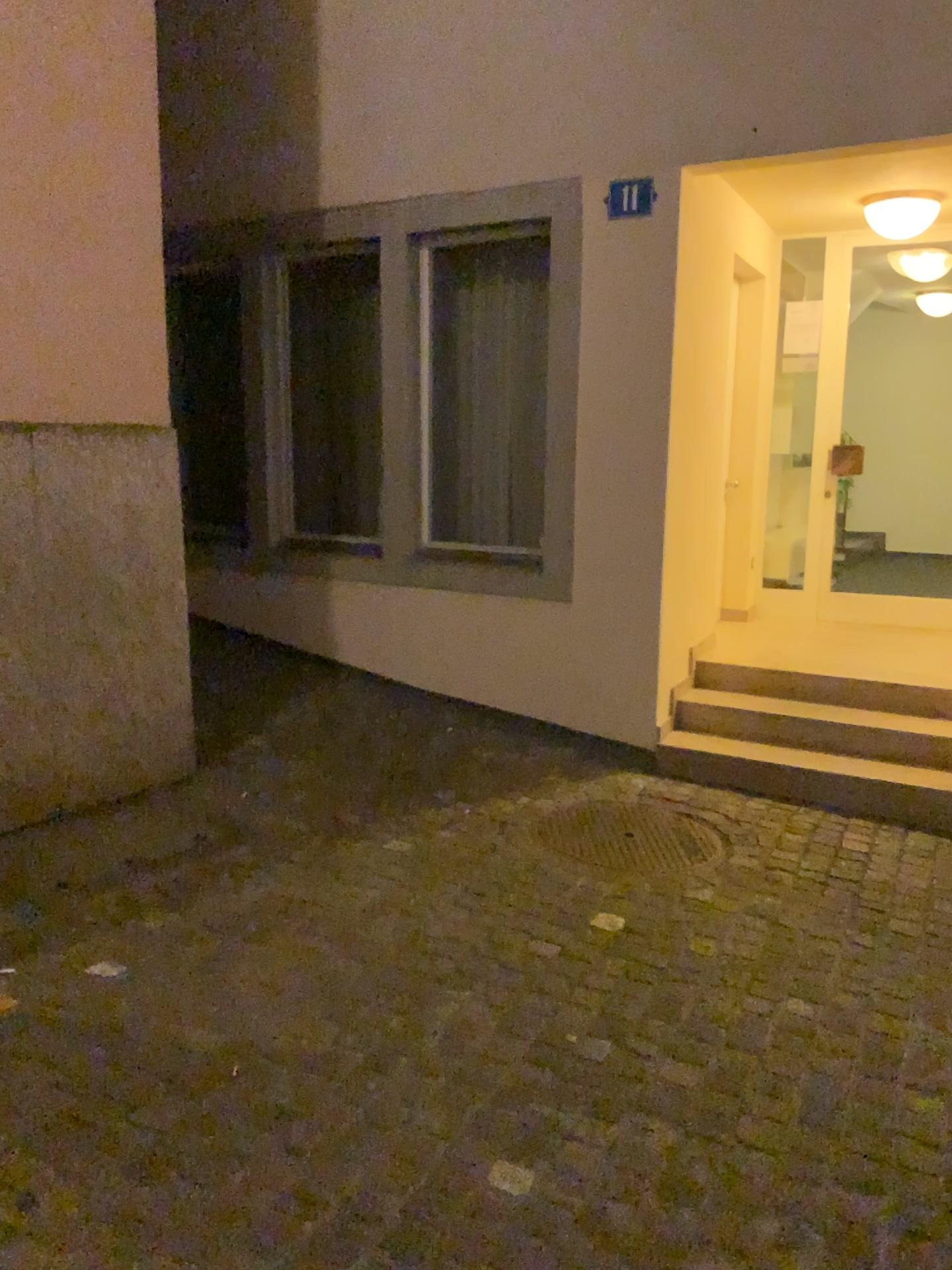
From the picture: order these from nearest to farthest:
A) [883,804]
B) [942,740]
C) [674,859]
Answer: [674,859] < [883,804] < [942,740]

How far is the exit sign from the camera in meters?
4.5 m

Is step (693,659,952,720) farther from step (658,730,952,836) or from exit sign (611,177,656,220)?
exit sign (611,177,656,220)

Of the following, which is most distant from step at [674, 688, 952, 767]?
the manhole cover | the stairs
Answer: the manhole cover

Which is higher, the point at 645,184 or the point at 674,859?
the point at 645,184

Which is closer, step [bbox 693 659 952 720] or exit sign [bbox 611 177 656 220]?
exit sign [bbox 611 177 656 220]

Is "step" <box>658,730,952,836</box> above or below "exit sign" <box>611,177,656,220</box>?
below

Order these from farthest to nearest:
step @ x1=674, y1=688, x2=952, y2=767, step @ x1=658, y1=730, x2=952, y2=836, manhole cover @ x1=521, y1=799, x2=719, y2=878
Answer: step @ x1=674, y1=688, x2=952, y2=767, step @ x1=658, y1=730, x2=952, y2=836, manhole cover @ x1=521, y1=799, x2=719, y2=878

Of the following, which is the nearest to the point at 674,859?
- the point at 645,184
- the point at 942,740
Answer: the point at 942,740

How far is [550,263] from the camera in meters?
4.8
